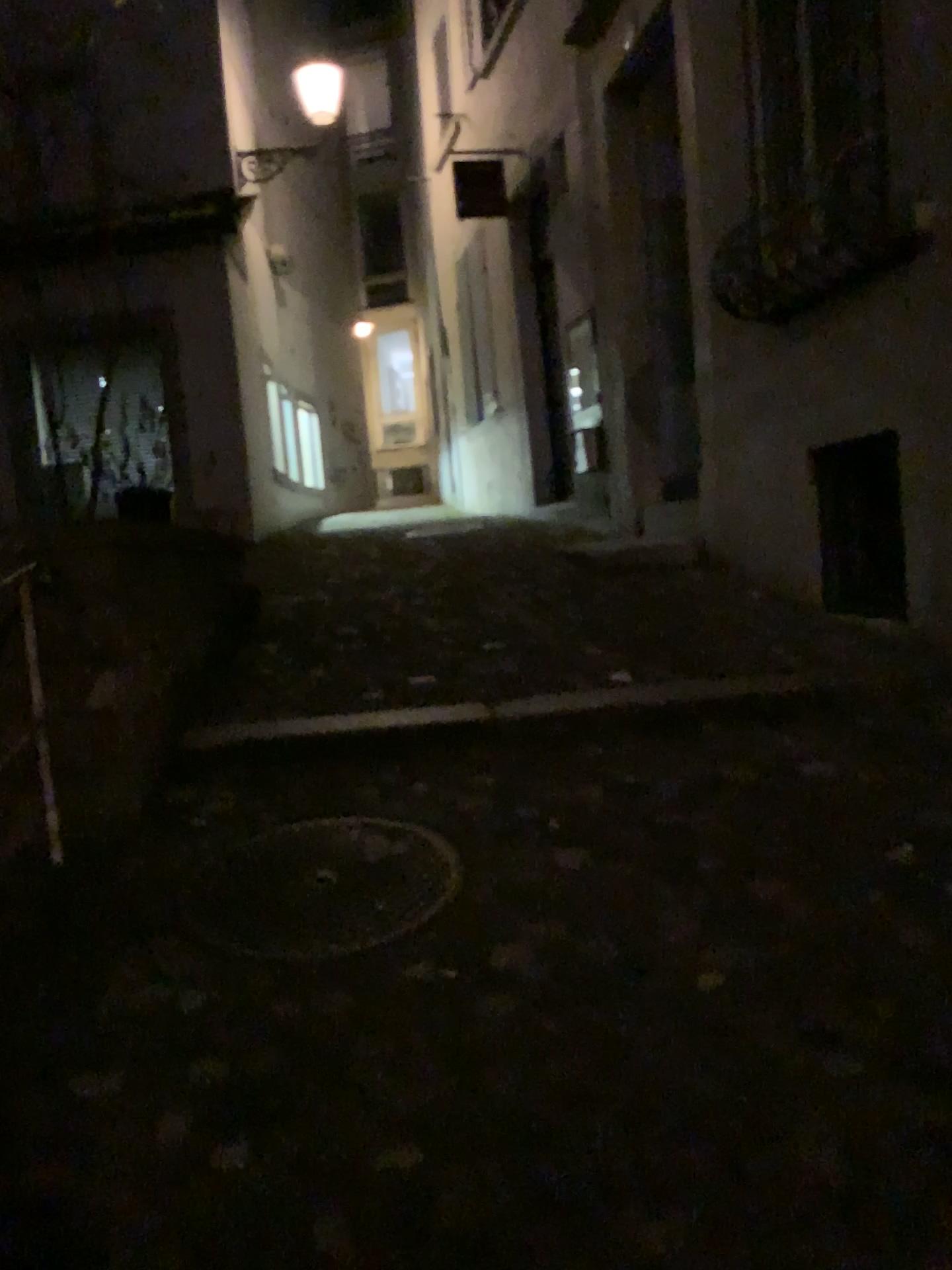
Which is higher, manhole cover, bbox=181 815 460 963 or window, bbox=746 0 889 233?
window, bbox=746 0 889 233

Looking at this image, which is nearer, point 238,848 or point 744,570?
point 238,848

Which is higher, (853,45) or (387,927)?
(853,45)

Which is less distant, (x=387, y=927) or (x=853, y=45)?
(x=387, y=927)

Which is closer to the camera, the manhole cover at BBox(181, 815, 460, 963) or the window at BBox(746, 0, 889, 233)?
the manhole cover at BBox(181, 815, 460, 963)
